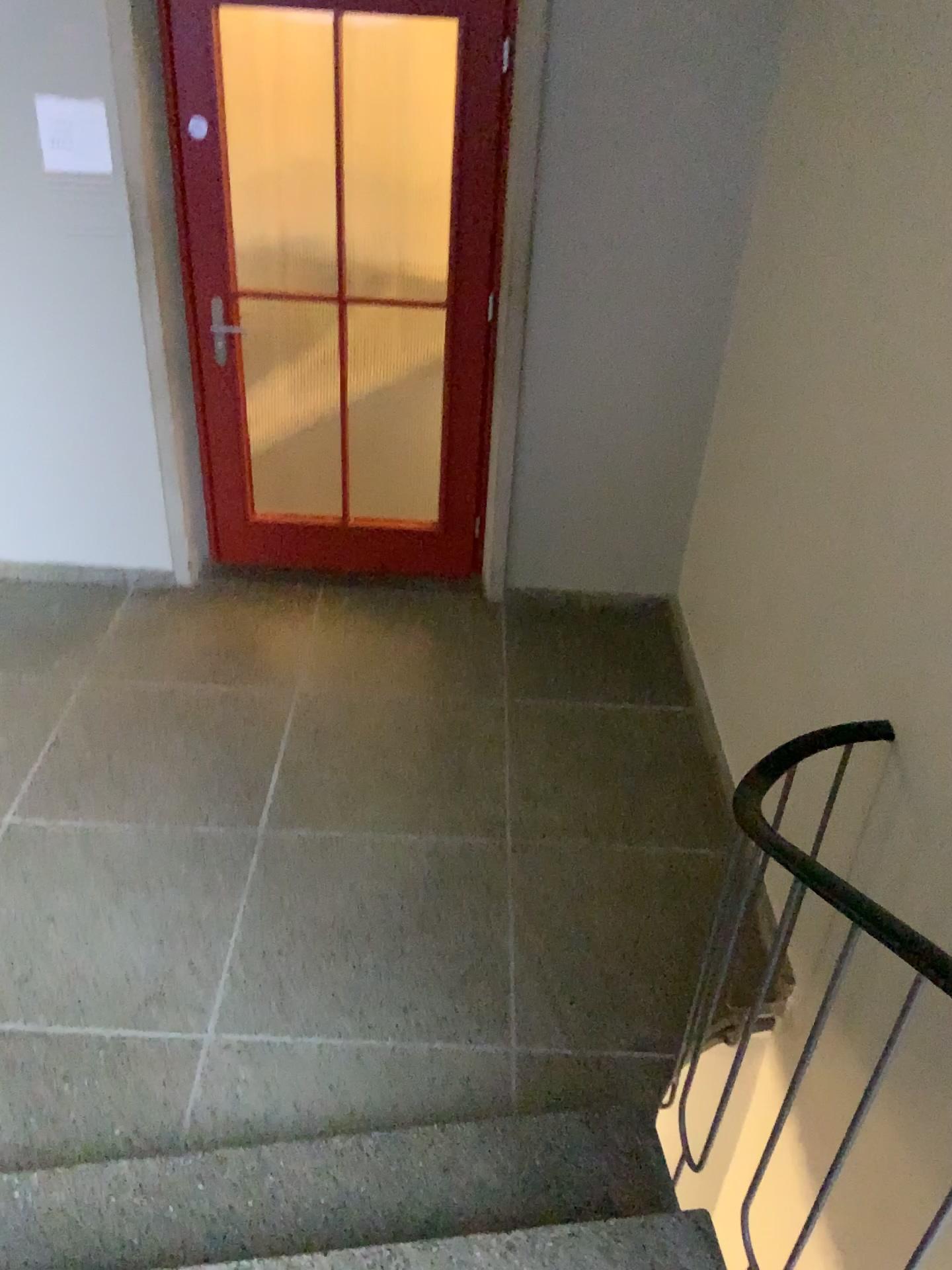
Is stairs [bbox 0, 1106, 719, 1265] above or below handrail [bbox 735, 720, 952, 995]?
below

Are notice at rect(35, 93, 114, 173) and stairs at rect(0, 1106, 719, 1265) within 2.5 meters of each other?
no

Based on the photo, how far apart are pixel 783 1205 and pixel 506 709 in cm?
169

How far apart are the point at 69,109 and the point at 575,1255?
3.33m

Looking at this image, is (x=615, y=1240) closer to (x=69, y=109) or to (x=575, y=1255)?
(x=575, y=1255)

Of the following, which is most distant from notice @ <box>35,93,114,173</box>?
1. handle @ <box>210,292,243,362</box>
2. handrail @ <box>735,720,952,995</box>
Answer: handrail @ <box>735,720,952,995</box>

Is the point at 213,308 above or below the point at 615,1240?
above

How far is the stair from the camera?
1.9 meters

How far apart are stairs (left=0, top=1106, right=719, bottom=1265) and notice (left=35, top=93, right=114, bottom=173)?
2.8 meters

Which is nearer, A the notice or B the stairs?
B the stairs
